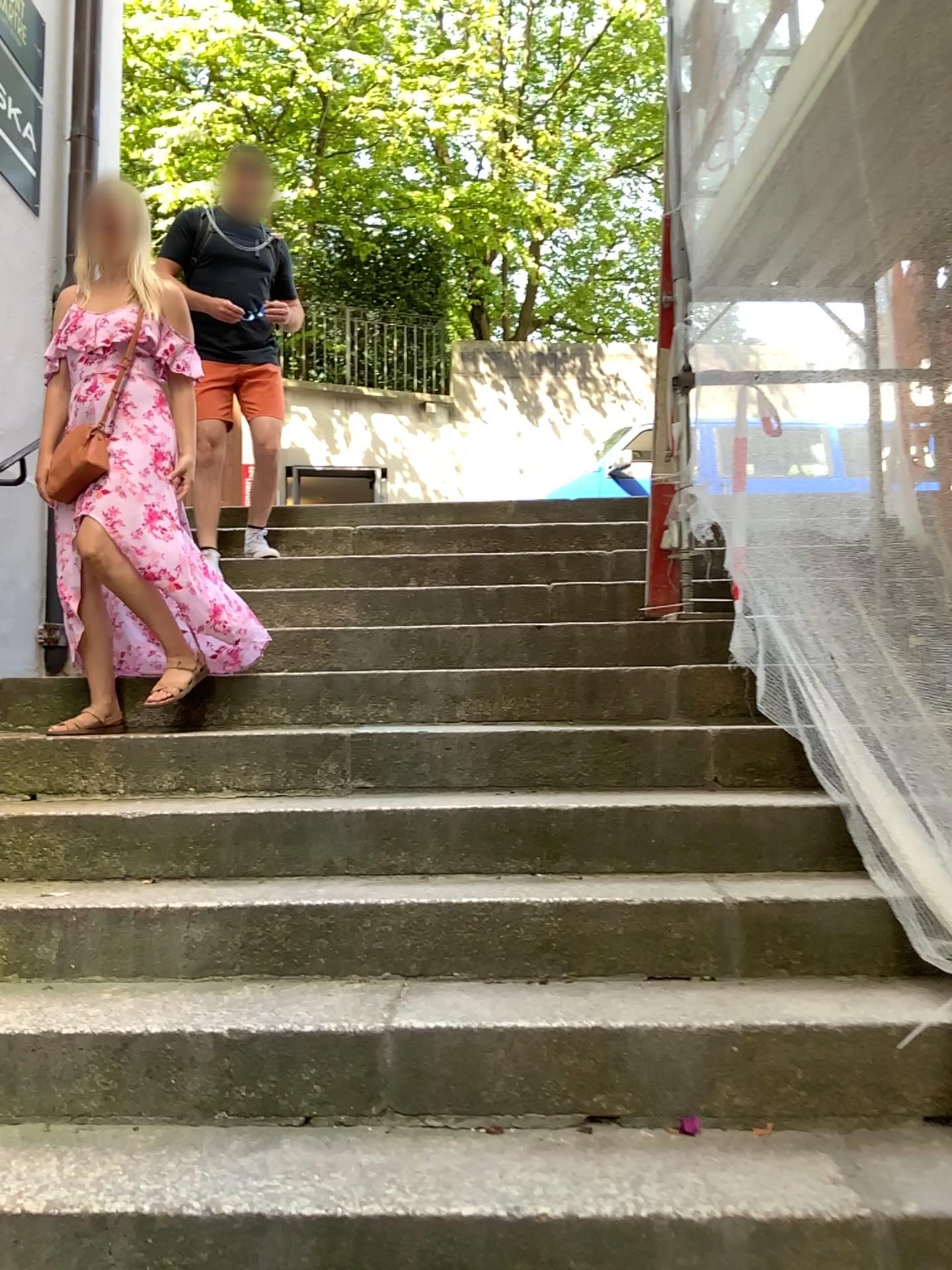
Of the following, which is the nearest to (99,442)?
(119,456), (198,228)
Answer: (119,456)

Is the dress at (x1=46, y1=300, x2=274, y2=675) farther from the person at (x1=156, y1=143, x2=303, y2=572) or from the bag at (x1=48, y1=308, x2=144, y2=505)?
the person at (x1=156, y1=143, x2=303, y2=572)

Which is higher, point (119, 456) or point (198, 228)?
point (198, 228)

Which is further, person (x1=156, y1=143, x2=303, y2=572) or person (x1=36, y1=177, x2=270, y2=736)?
person (x1=156, y1=143, x2=303, y2=572)

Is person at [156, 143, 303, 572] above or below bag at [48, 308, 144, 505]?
above

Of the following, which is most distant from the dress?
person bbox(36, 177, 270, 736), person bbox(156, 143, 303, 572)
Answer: person bbox(156, 143, 303, 572)

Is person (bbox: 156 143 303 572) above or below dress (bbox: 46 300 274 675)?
above

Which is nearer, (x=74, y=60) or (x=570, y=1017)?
(x=570, y=1017)

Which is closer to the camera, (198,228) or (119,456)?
(119,456)

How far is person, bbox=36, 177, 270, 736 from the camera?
3.02m
